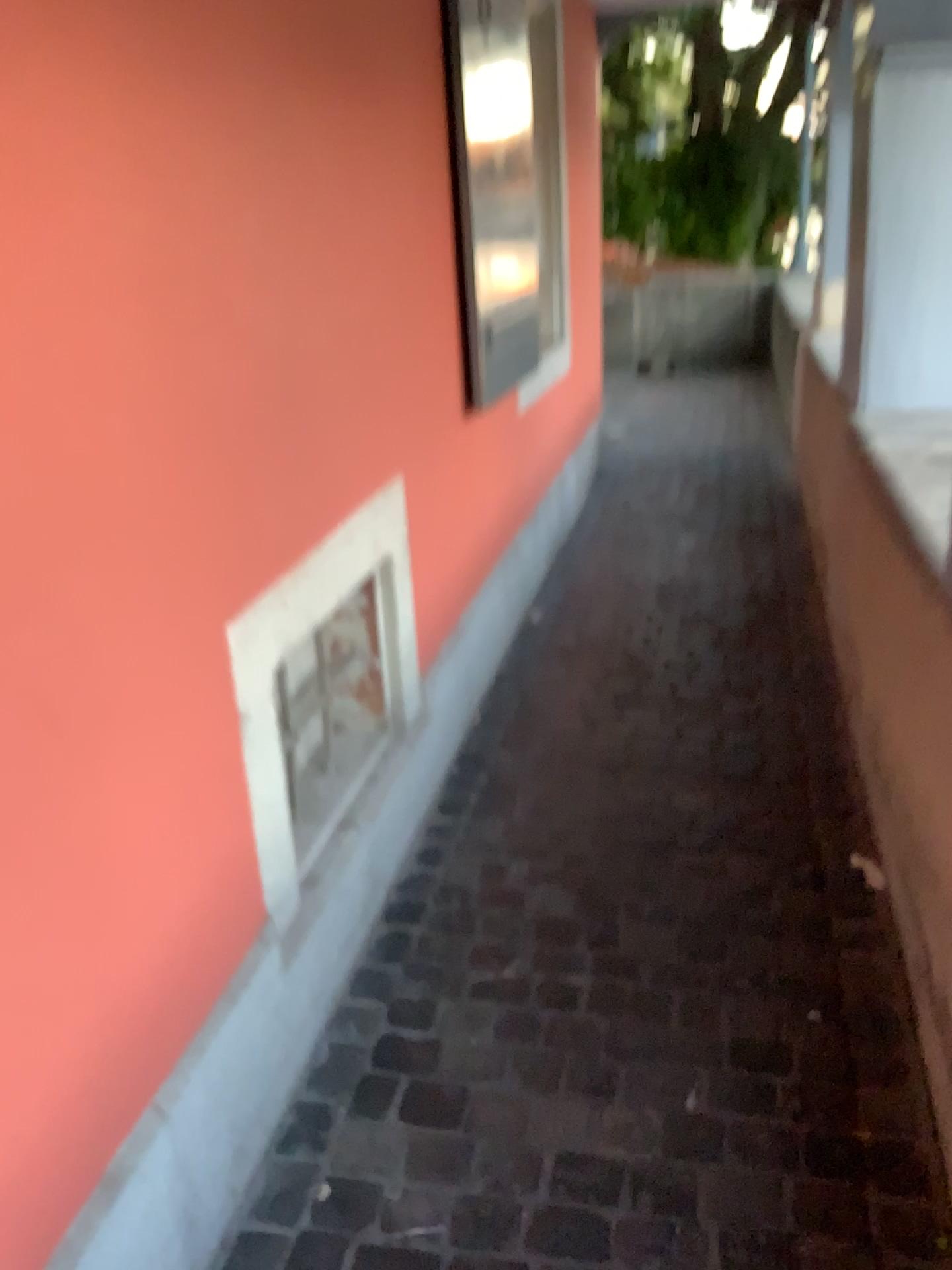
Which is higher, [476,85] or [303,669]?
[476,85]

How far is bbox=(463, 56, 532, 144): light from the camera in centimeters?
279cm

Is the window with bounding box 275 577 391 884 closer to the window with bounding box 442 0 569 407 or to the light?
the window with bounding box 442 0 569 407

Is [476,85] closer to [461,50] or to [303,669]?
[461,50]

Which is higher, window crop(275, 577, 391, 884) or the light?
the light

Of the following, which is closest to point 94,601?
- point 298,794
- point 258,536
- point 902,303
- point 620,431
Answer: point 258,536

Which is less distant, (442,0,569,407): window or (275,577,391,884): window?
(275,577,391,884): window

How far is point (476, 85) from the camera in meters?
2.8 m

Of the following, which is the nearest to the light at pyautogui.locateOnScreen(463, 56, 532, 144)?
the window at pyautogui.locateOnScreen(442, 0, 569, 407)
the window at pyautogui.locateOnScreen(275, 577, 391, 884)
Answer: the window at pyautogui.locateOnScreen(442, 0, 569, 407)

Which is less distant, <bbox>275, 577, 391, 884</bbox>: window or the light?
<bbox>275, 577, 391, 884</bbox>: window
